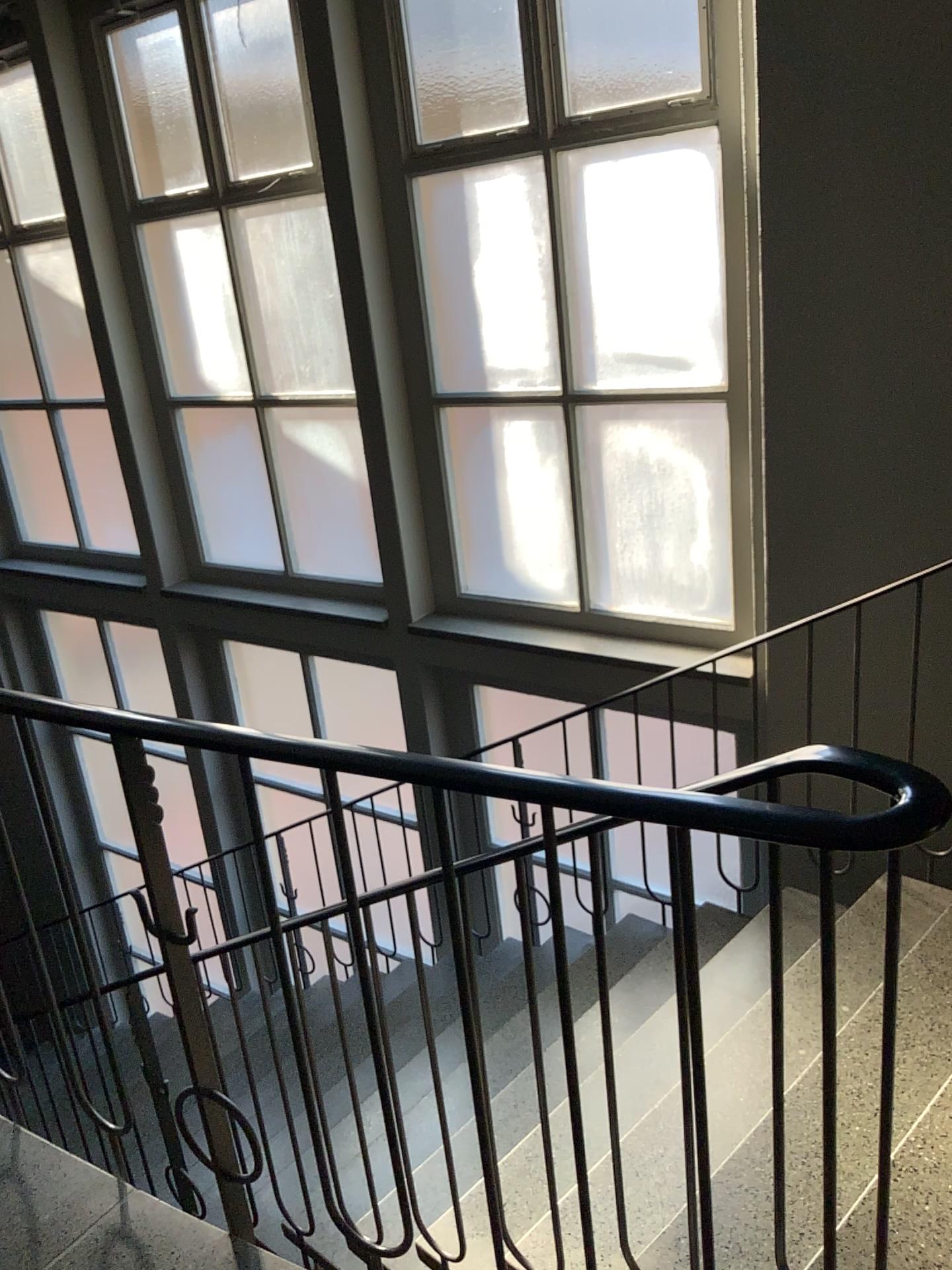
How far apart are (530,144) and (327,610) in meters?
2.1 m

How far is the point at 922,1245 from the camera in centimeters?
158cm

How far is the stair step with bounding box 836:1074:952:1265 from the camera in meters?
1.6
